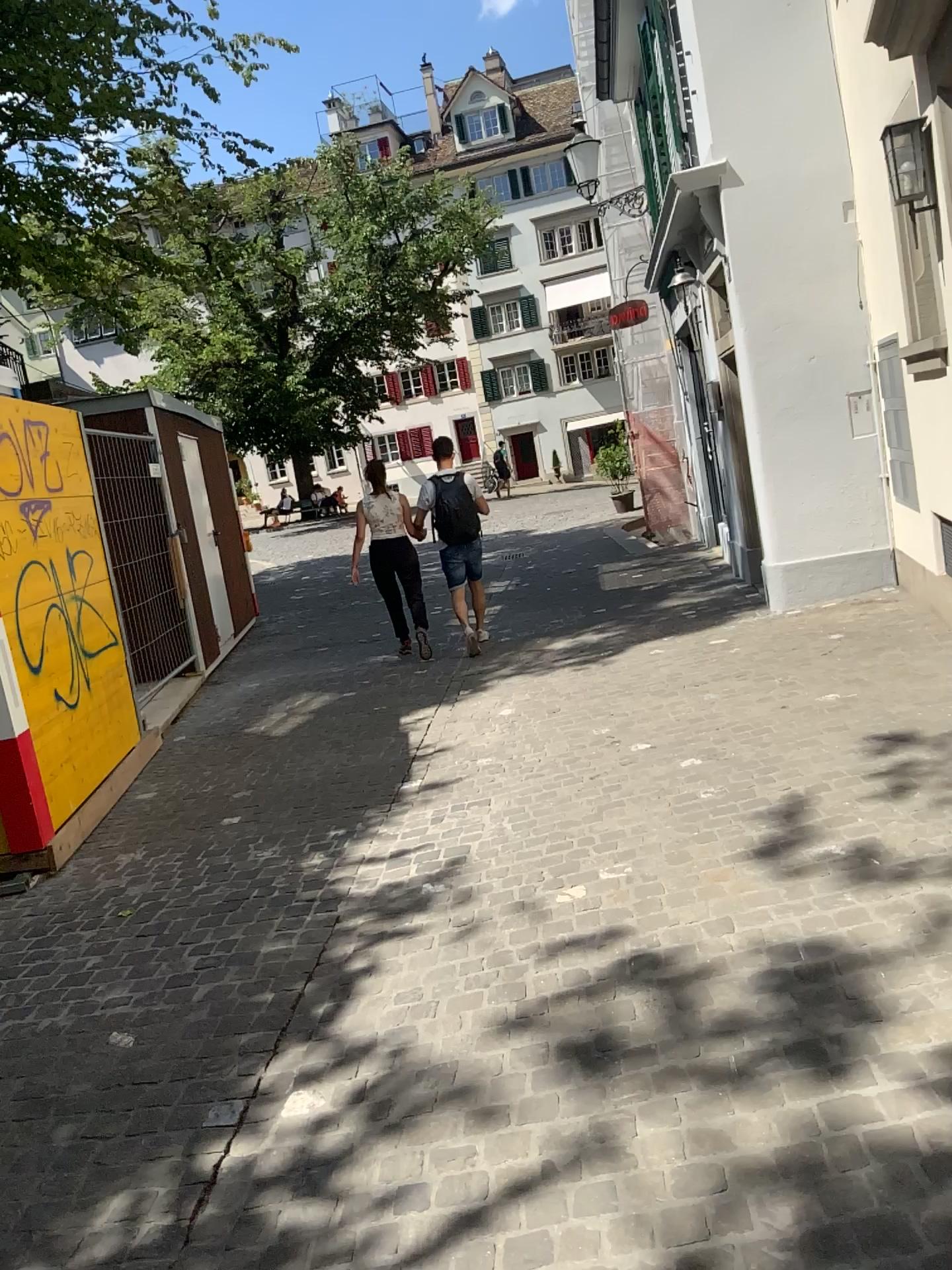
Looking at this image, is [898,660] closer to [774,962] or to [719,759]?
[719,759]
